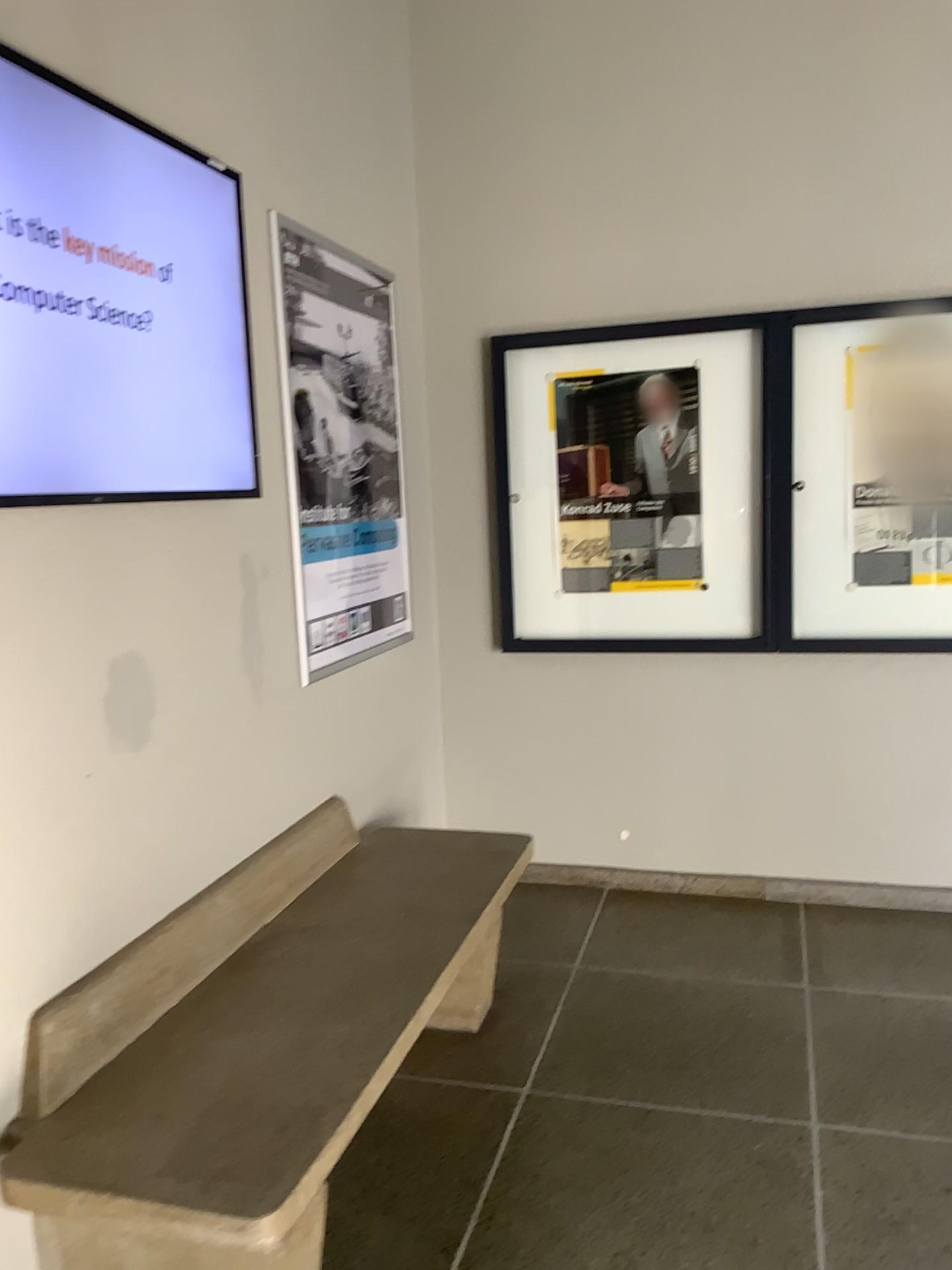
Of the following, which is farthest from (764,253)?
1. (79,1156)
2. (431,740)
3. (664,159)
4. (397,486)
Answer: (79,1156)

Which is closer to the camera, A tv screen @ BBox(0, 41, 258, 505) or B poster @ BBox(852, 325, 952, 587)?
A tv screen @ BBox(0, 41, 258, 505)

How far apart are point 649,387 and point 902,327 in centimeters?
82cm

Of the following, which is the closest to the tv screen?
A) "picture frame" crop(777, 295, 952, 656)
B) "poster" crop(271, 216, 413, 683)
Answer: "poster" crop(271, 216, 413, 683)

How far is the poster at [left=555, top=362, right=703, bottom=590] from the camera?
3.6 meters

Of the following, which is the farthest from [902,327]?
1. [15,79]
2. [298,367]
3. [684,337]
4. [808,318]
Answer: [15,79]

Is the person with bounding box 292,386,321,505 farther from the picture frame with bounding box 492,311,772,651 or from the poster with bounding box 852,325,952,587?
the poster with bounding box 852,325,952,587

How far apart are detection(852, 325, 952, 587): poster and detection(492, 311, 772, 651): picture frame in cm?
26

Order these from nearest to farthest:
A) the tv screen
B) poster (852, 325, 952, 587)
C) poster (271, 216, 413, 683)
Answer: the tv screen, poster (271, 216, 413, 683), poster (852, 325, 952, 587)

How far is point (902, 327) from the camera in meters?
3.4
